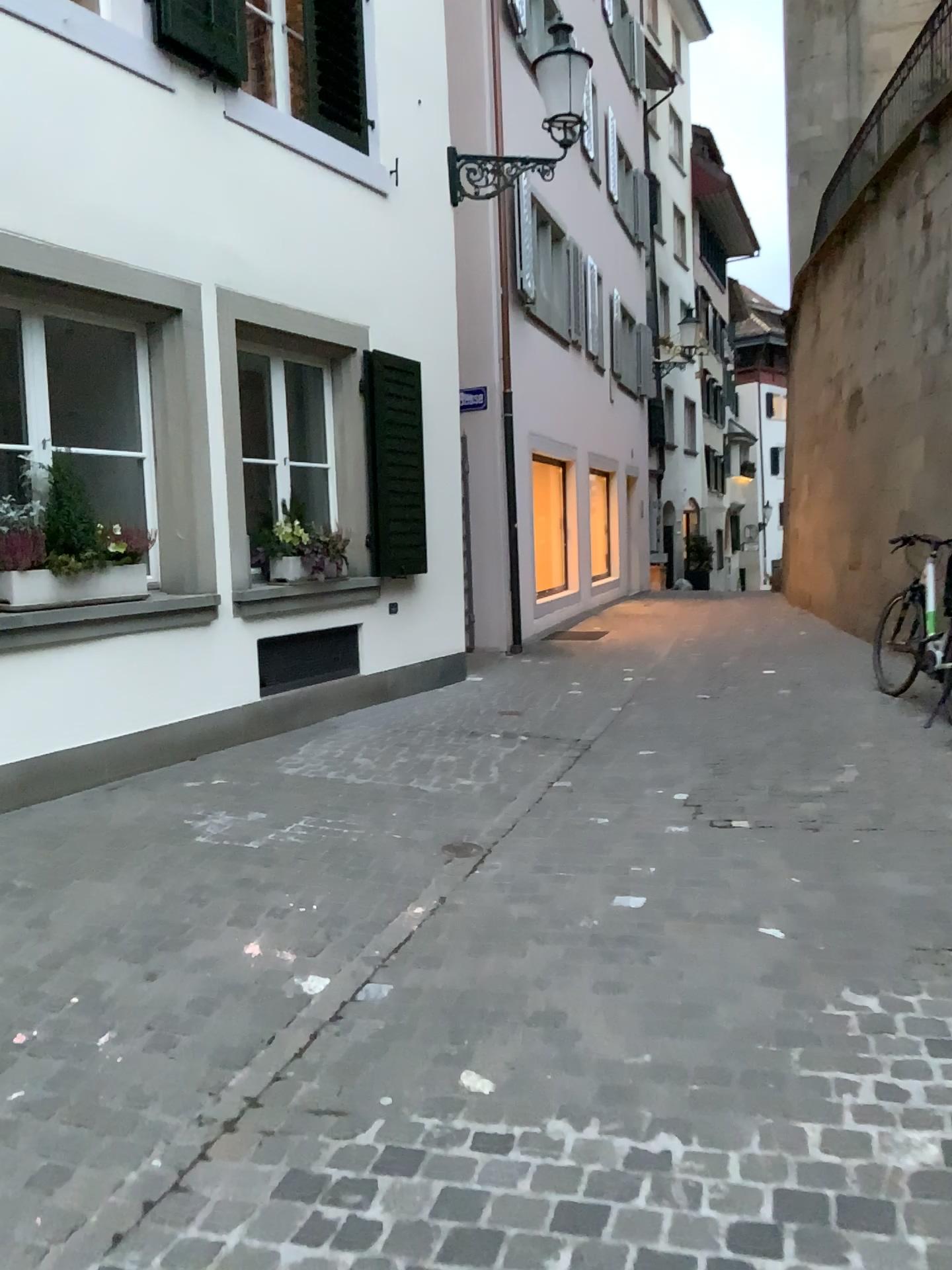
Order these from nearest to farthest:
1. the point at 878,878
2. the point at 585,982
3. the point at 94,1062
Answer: the point at 94,1062
the point at 585,982
the point at 878,878
